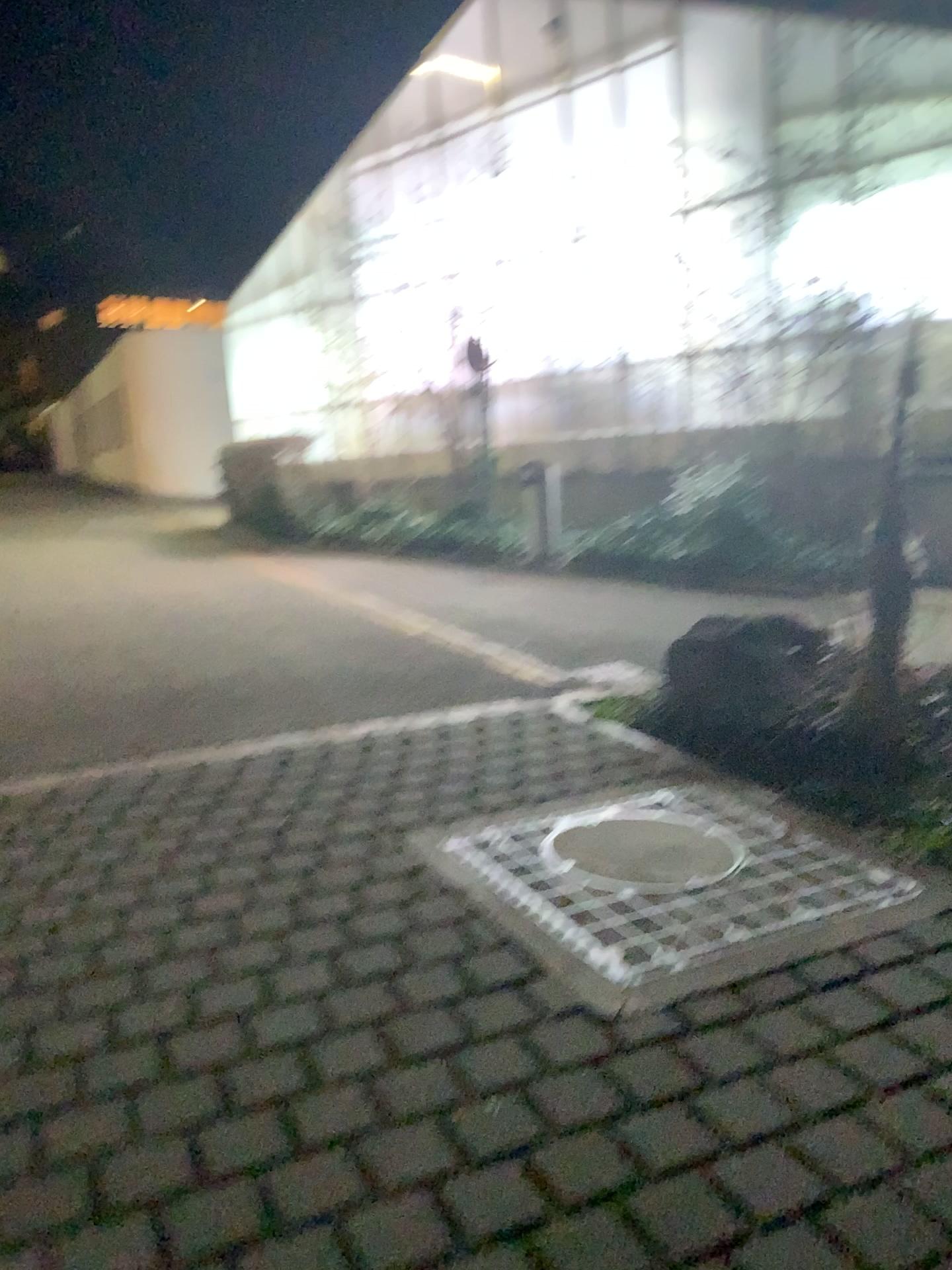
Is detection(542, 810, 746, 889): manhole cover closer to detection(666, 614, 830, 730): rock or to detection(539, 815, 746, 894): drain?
detection(539, 815, 746, 894): drain

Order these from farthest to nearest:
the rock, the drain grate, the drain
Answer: the rock, the drain, the drain grate

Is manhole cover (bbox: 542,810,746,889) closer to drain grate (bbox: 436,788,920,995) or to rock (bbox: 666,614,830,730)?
drain grate (bbox: 436,788,920,995)

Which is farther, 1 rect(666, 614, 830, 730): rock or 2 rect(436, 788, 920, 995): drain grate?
1 rect(666, 614, 830, 730): rock

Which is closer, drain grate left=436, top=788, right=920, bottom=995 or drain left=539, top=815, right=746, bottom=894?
drain grate left=436, top=788, right=920, bottom=995

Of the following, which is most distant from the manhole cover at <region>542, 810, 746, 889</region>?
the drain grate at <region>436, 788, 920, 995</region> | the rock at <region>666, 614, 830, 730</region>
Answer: the rock at <region>666, 614, 830, 730</region>

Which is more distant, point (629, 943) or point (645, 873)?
point (645, 873)

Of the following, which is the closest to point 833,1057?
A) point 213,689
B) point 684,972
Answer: point 684,972

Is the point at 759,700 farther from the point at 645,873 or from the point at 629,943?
the point at 629,943

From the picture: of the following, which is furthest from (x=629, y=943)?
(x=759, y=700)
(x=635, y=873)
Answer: (x=759, y=700)
